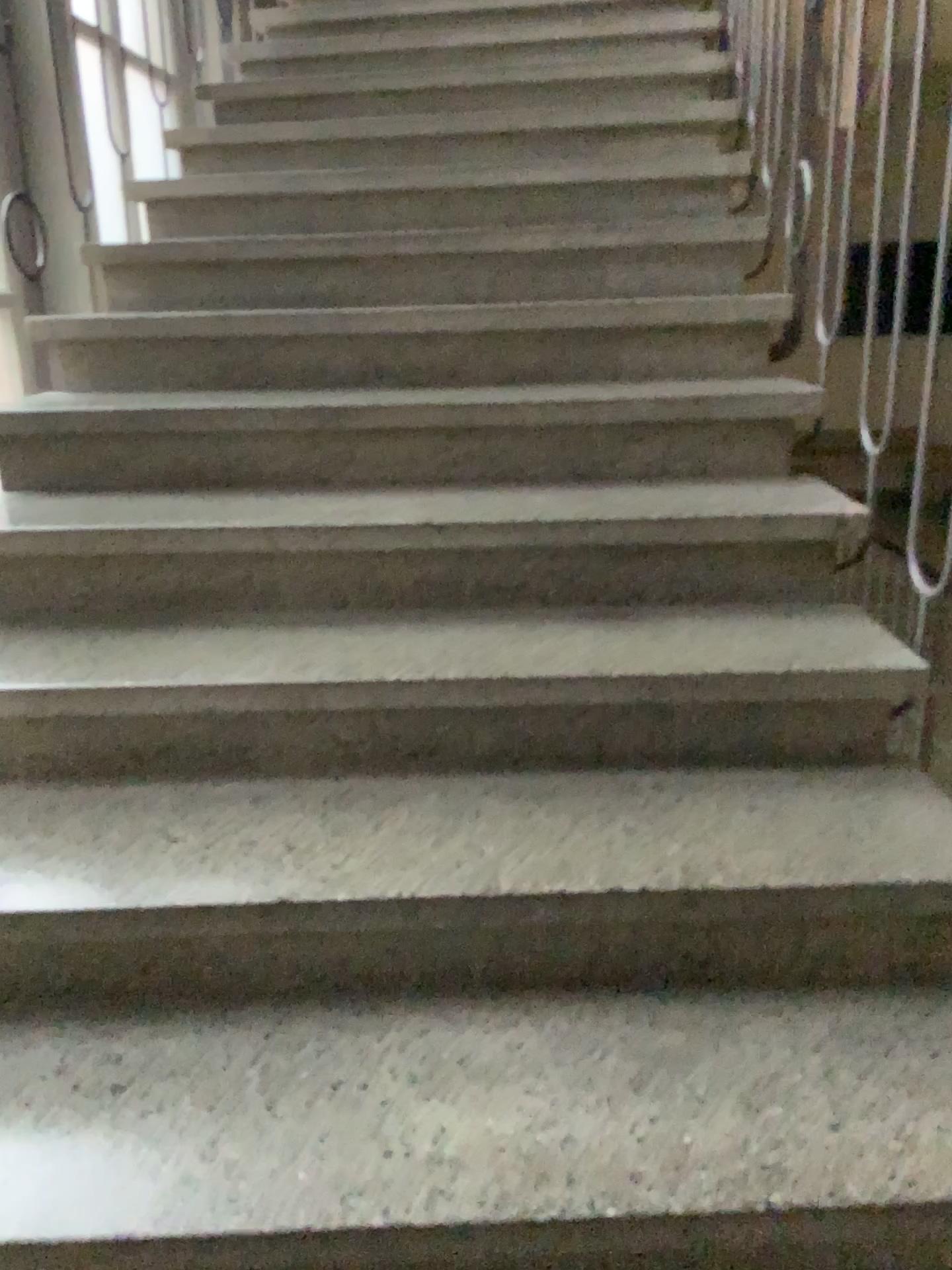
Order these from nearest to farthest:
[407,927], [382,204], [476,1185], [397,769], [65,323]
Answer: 1. [476,1185]
2. [407,927]
3. [397,769]
4. [65,323]
5. [382,204]
